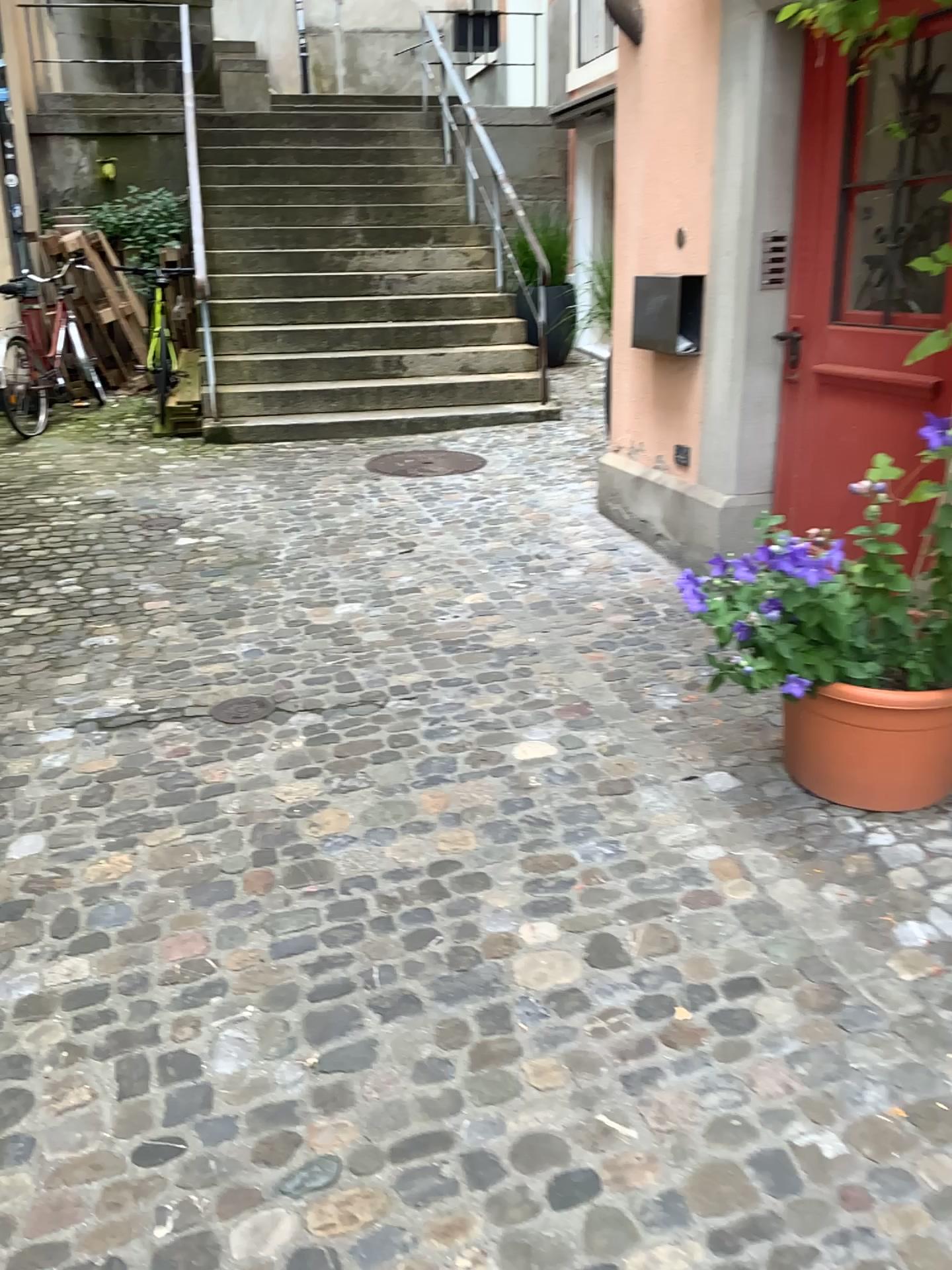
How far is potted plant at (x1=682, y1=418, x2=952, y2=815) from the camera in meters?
2.4 m

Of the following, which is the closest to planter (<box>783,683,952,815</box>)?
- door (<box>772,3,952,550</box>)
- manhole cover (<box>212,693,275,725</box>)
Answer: door (<box>772,3,952,550</box>)

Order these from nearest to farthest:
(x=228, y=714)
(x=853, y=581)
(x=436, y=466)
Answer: (x=853, y=581), (x=228, y=714), (x=436, y=466)

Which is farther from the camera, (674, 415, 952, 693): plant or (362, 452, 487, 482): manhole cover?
(362, 452, 487, 482): manhole cover

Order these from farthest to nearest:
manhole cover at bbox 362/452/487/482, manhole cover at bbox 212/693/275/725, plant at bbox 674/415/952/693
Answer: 1. manhole cover at bbox 362/452/487/482
2. manhole cover at bbox 212/693/275/725
3. plant at bbox 674/415/952/693

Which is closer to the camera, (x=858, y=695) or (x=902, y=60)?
(x=858, y=695)

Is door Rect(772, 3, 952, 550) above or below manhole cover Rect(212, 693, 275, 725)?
above

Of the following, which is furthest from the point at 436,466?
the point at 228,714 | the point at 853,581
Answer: the point at 853,581

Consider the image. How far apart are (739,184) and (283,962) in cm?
298

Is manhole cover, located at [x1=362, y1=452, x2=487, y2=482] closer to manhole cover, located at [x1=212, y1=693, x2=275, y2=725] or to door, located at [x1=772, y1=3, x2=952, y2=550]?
door, located at [x1=772, y1=3, x2=952, y2=550]
